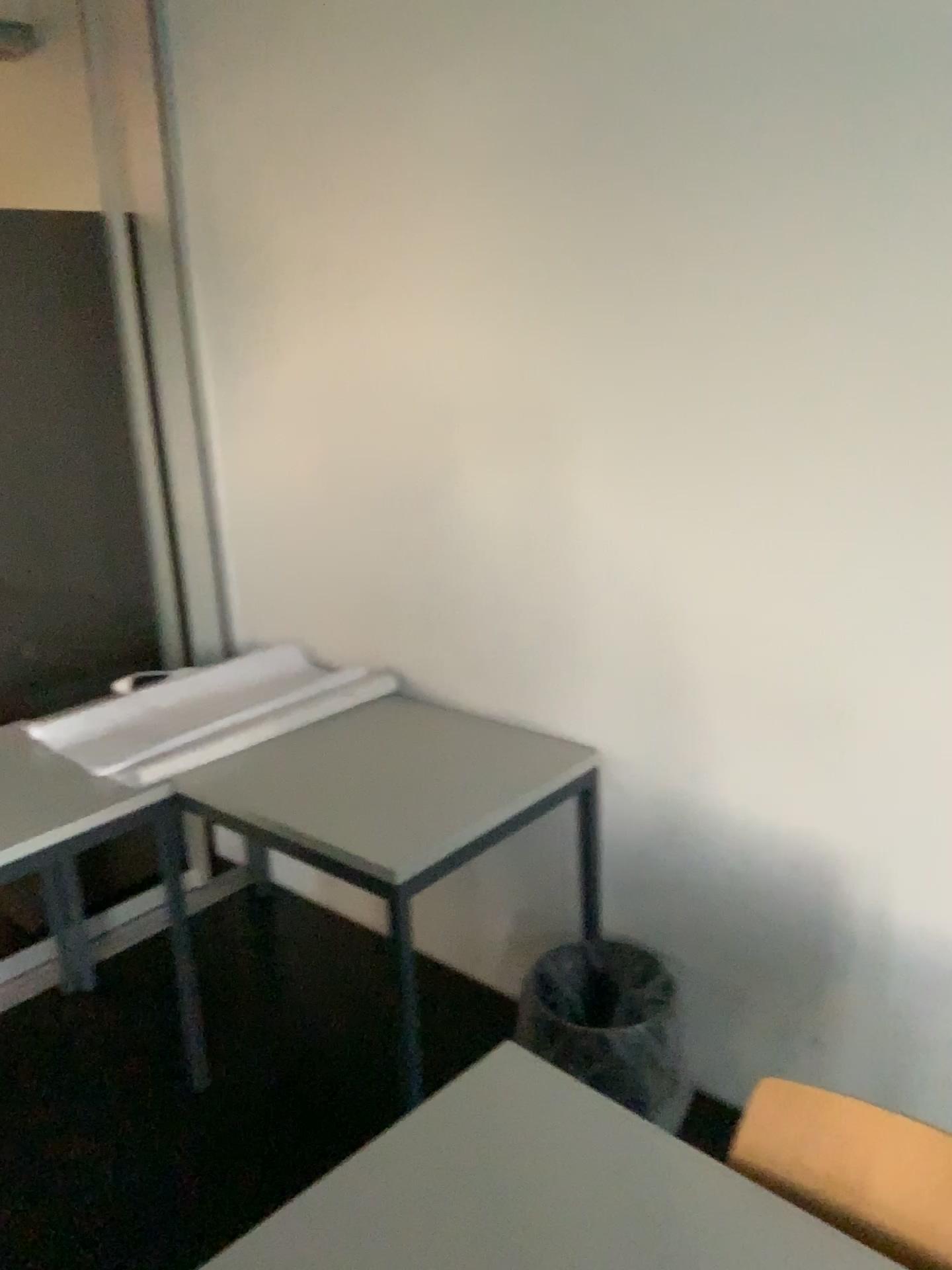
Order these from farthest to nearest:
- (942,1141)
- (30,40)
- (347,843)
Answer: (30,40), (347,843), (942,1141)

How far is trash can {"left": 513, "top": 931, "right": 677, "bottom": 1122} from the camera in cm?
200

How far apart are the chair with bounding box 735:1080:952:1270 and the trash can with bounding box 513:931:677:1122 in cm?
82

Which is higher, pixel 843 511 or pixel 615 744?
pixel 843 511

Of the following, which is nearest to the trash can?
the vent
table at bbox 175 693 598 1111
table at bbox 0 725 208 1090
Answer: table at bbox 175 693 598 1111

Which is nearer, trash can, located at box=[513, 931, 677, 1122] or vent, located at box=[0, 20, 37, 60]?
trash can, located at box=[513, 931, 677, 1122]

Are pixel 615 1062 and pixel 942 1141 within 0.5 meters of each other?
no

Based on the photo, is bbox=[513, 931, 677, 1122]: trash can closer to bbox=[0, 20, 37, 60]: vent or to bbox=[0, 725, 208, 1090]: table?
bbox=[0, 725, 208, 1090]: table

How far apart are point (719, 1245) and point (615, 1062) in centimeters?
99cm

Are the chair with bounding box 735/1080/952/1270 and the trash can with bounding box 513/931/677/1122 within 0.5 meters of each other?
no
